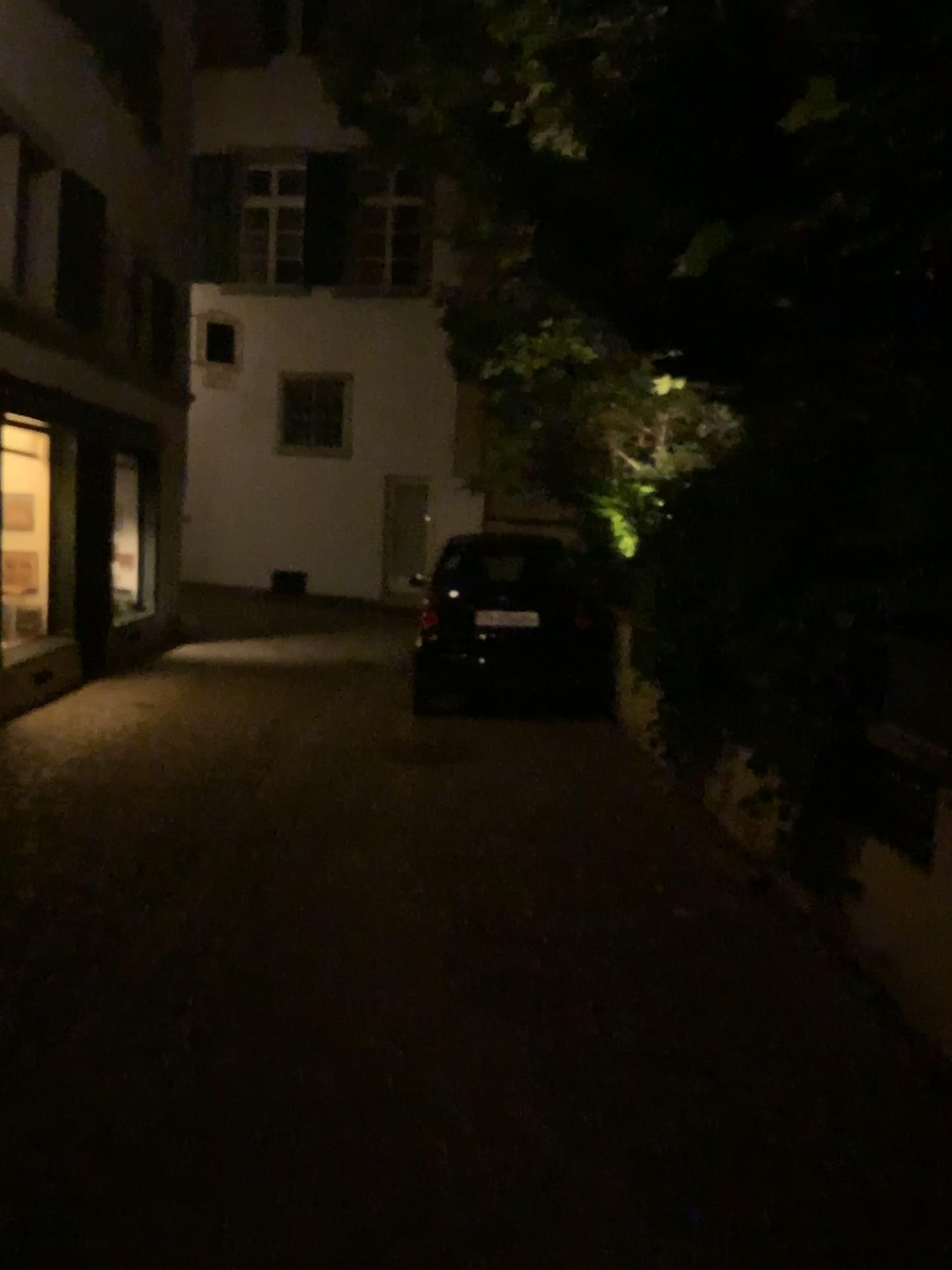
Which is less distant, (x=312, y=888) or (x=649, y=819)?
(x=312, y=888)
